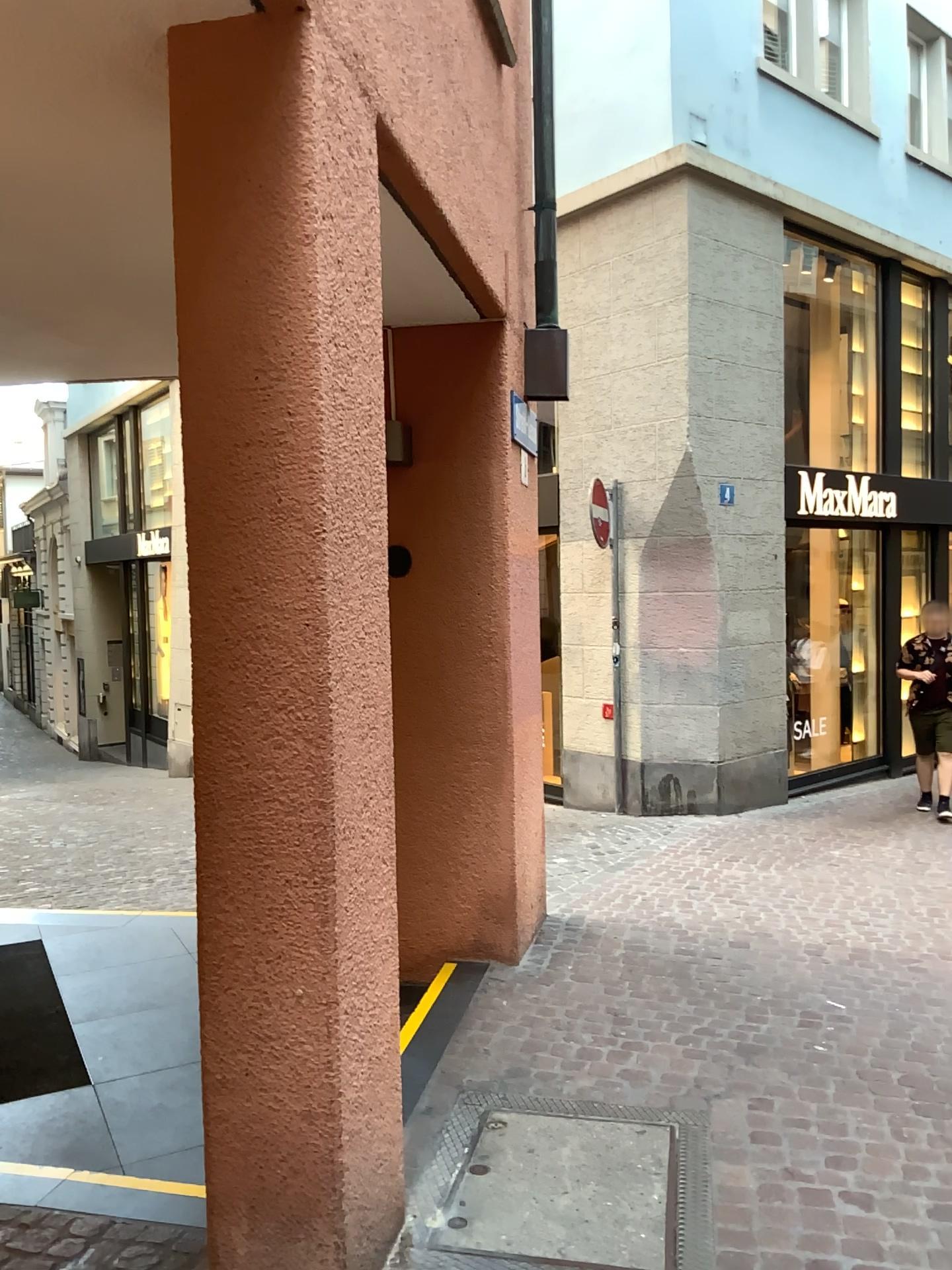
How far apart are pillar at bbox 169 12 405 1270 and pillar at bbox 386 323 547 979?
2.14m

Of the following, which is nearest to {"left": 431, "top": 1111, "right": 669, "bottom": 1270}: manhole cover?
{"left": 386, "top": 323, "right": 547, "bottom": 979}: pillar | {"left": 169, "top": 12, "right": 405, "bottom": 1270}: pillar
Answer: {"left": 169, "top": 12, "right": 405, "bottom": 1270}: pillar

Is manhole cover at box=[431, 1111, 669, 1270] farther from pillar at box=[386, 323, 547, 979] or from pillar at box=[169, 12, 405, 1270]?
pillar at box=[386, 323, 547, 979]

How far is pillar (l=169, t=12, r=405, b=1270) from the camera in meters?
2.0

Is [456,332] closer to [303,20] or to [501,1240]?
Answer: [303,20]

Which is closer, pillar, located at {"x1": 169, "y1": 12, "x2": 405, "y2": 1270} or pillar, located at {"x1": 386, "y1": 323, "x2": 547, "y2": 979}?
pillar, located at {"x1": 169, "y1": 12, "x2": 405, "y2": 1270}

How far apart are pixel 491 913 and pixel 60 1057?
1.8m

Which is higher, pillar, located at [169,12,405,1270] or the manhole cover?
pillar, located at [169,12,405,1270]

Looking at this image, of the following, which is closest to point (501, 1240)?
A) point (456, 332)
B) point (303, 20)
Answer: point (303, 20)

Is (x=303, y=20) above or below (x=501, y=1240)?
above
